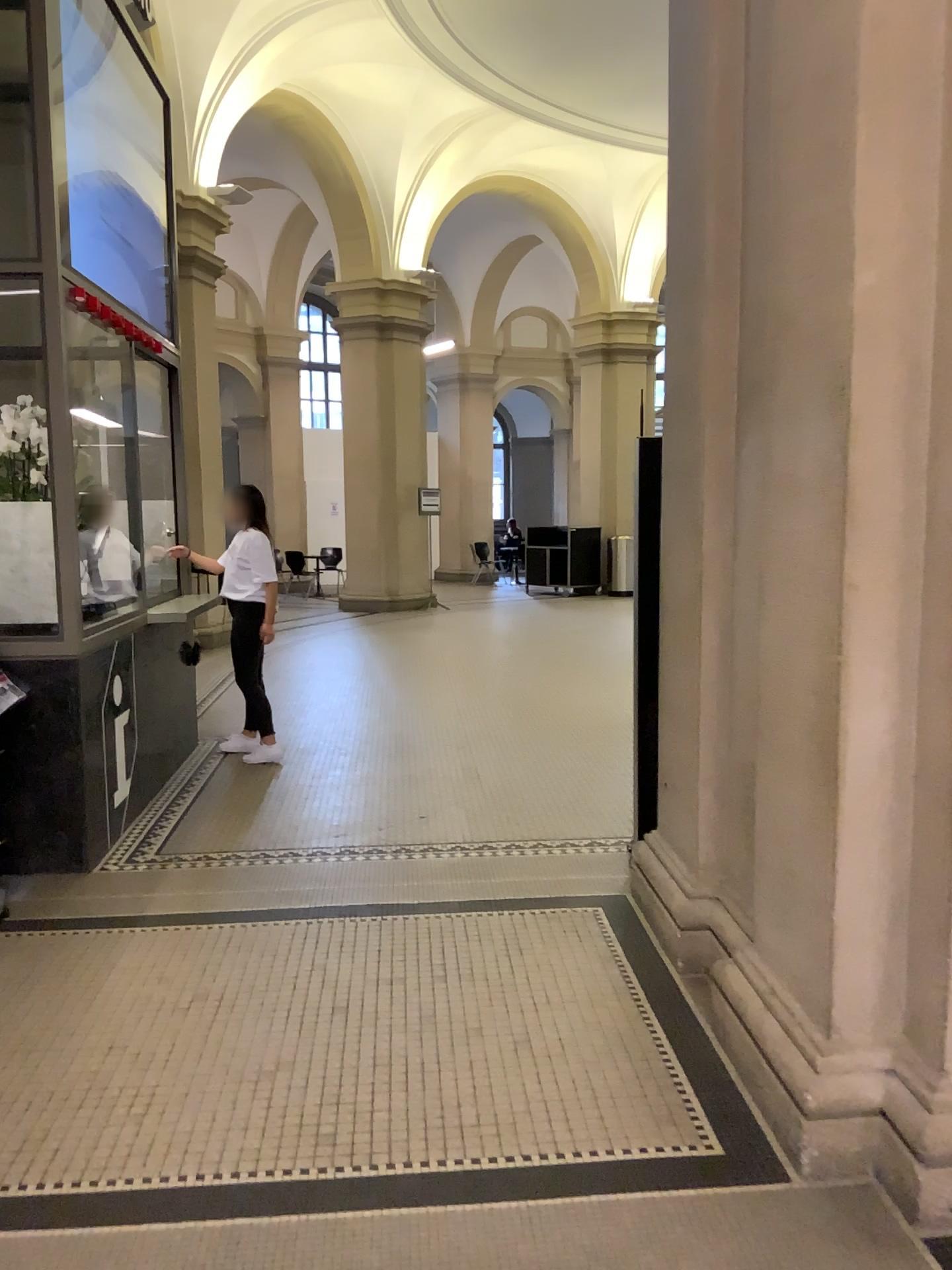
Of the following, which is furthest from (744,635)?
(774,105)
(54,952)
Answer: (54,952)
